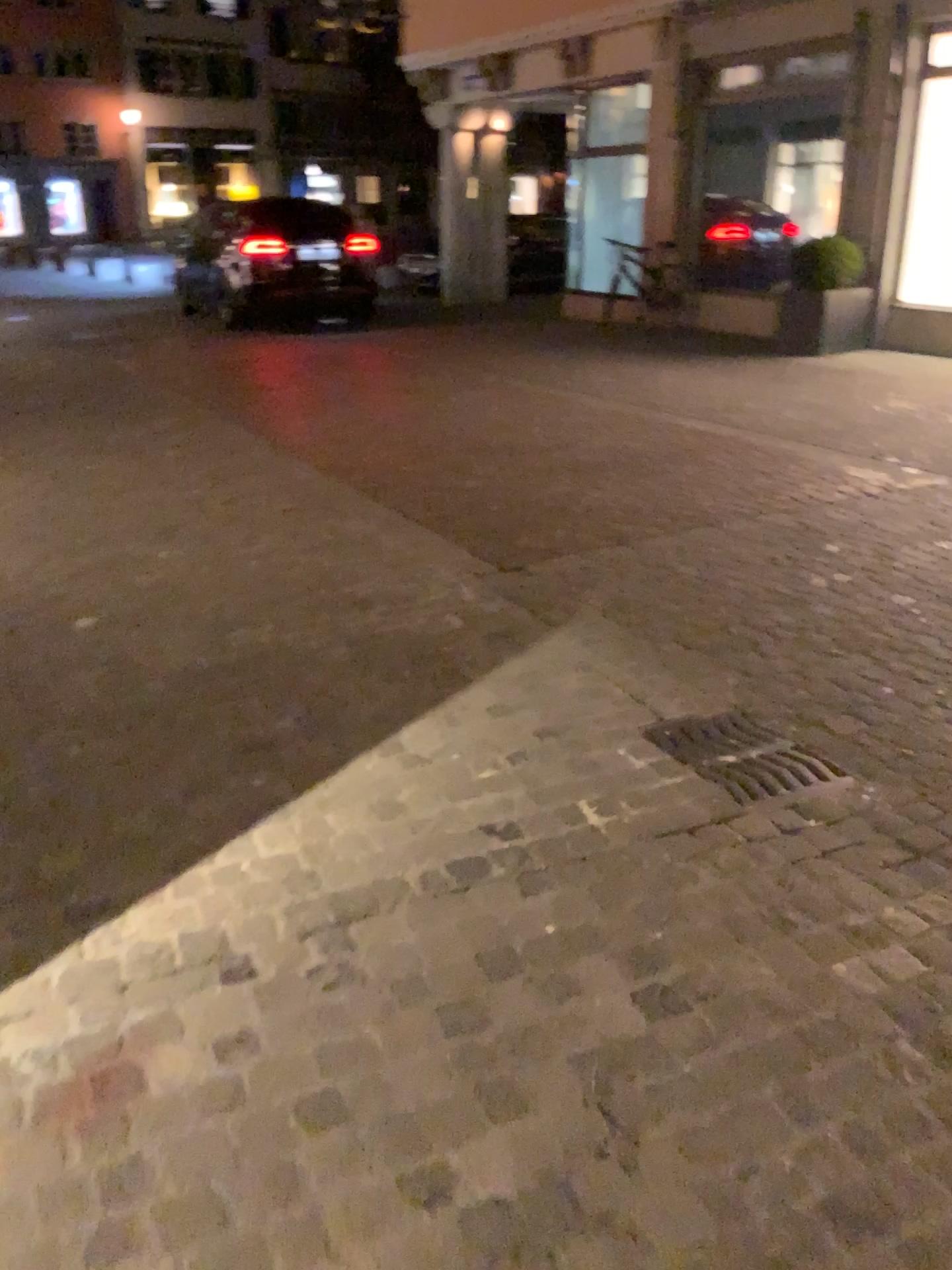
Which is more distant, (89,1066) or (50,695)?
(50,695)

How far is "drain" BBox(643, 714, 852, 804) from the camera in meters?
2.8 m

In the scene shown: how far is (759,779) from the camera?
2.8m

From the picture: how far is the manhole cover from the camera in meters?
2.8

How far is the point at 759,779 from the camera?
2.8m
